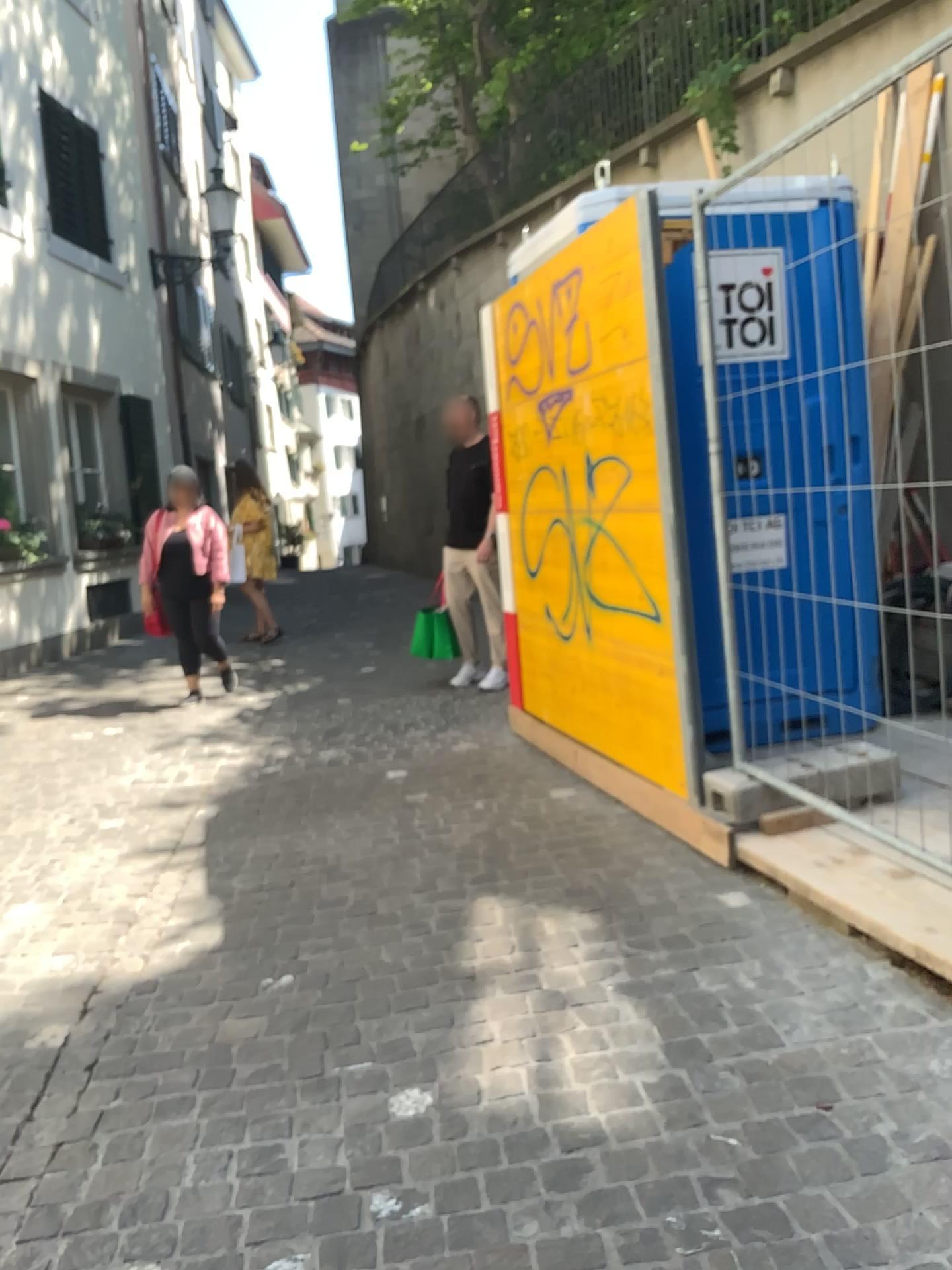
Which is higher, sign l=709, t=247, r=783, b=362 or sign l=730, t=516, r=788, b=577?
sign l=709, t=247, r=783, b=362

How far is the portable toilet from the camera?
4.22m

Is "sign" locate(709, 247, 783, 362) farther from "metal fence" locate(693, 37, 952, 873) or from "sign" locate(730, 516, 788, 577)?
"sign" locate(730, 516, 788, 577)

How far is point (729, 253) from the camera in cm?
422

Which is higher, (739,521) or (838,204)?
(838,204)

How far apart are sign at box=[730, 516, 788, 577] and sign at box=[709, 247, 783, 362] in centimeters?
67cm

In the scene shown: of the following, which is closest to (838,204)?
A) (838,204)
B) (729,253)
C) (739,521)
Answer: (838,204)

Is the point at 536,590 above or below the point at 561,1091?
above

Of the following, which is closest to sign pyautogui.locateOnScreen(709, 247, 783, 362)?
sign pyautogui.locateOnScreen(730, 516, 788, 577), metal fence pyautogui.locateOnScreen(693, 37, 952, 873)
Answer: metal fence pyautogui.locateOnScreen(693, 37, 952, 873)
